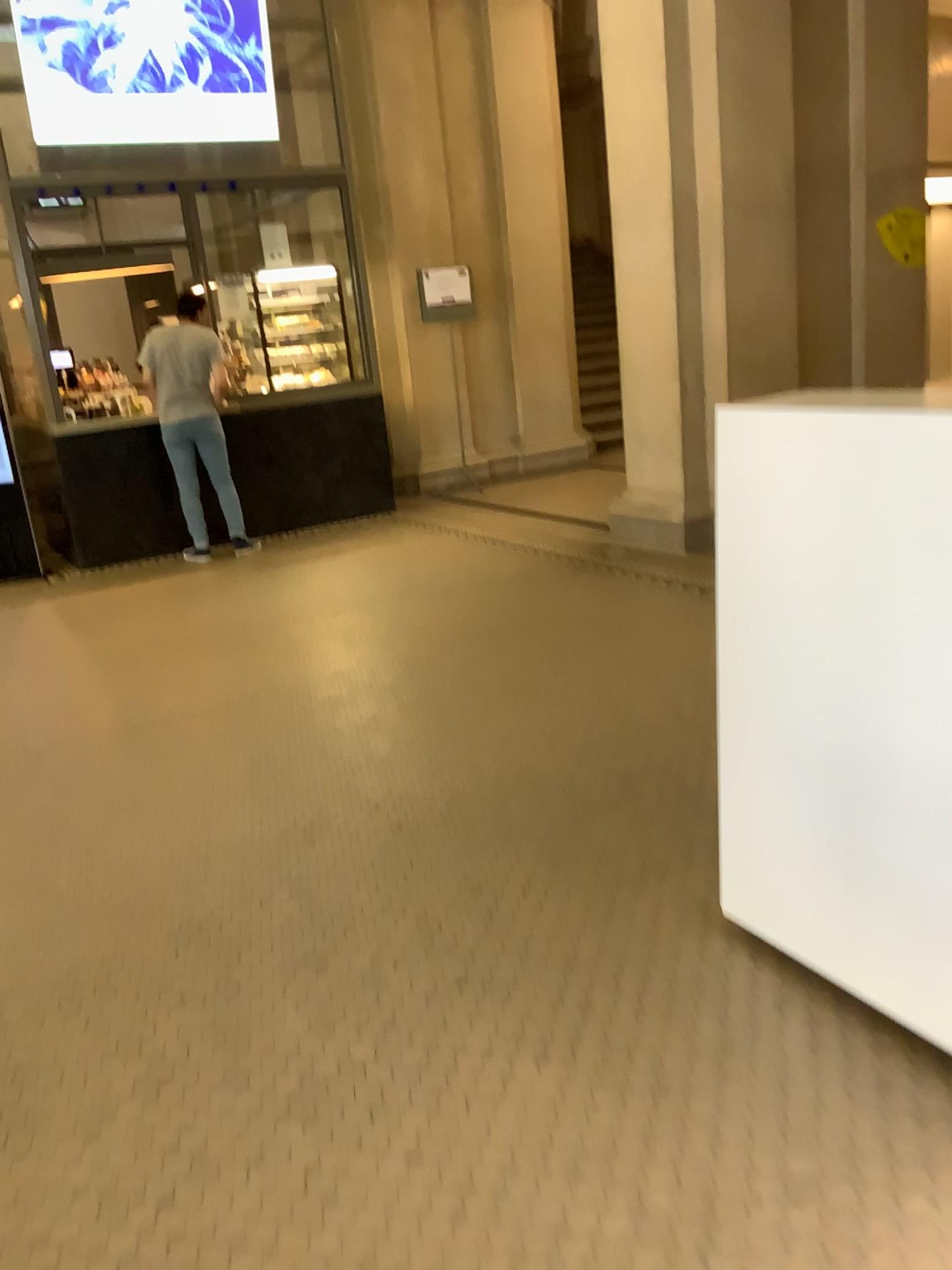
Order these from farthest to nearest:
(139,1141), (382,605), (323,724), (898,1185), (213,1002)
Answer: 1. (382,605)
2. (323,724)
3. (213,1002)
4. (139,1141)
5. (898,1185)
